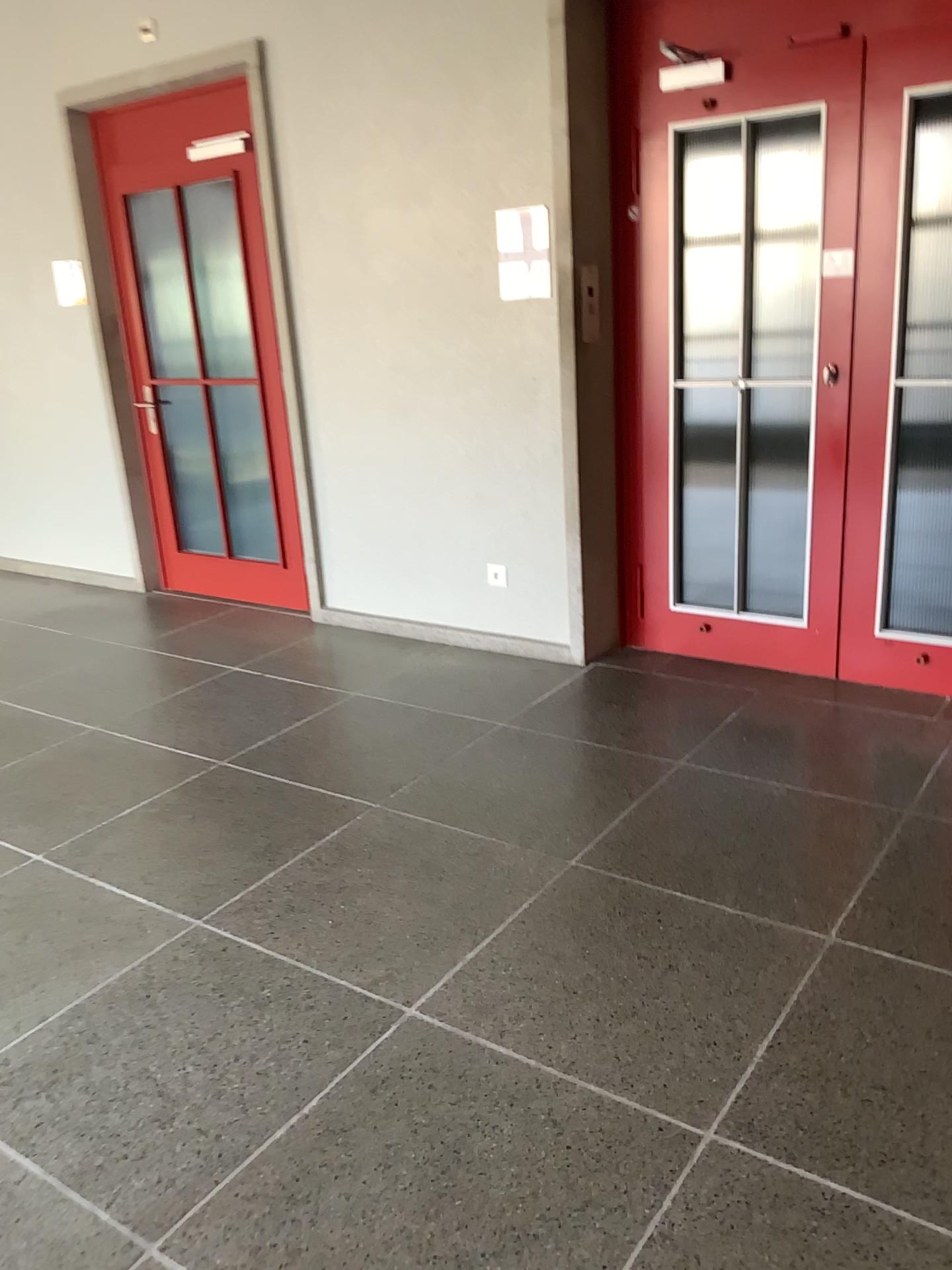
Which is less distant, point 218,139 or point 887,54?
point 887,54

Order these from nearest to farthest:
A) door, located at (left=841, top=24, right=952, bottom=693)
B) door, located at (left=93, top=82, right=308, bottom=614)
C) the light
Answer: door, located at (left=841, top=24, right=952, bottom=693) < the light < door, located at (left=93, top=82, right=308, bottom=614)

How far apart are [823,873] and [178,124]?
4.3 meters

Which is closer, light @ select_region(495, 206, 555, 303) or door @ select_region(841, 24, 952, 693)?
door @ select_region(841, 24, 952, 693)

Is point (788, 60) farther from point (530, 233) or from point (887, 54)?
point (530, 233)

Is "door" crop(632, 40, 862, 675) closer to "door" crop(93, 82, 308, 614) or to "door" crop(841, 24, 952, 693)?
"door" crop(841, 24, 952, 693)

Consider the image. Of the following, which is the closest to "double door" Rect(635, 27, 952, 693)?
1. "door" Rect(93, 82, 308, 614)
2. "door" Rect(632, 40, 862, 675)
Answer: "door" Rect(632, 40, 862, 675)

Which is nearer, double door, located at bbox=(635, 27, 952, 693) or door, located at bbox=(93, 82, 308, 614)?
double door, located at bbox=(635, 27, 952, 693)

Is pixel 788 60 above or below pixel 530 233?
above
